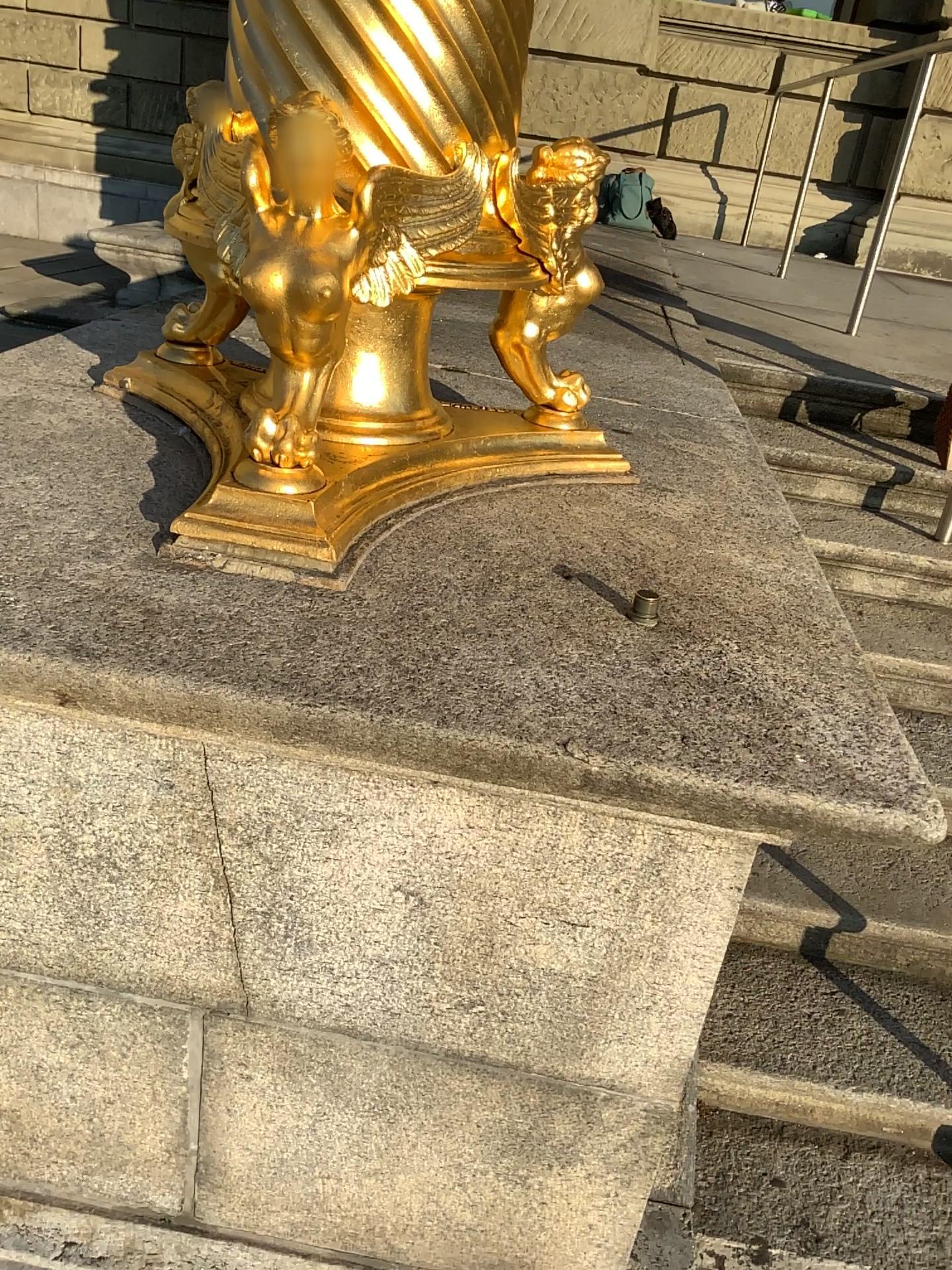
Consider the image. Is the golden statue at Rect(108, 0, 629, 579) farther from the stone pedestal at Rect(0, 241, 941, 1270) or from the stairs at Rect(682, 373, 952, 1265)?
the stairs at Rect(682, 373, 952, 1265)

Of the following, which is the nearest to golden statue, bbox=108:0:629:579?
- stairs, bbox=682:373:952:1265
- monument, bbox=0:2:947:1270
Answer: monument, bbox=0:2:947:1270

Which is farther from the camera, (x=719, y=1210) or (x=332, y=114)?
(x=719, y=1210)

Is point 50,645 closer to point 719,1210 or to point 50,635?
point 50,635

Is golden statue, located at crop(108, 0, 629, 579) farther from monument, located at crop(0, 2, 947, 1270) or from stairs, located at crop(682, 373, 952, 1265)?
stairs, located at crop(682, 373, 952, 1265)

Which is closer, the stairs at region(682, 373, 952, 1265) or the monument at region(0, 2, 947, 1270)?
the monument at region(0, 2, 947, 1270)

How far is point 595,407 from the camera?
2.2m

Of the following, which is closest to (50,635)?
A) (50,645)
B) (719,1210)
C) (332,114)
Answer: (50,645)

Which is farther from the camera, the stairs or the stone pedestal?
the stairs

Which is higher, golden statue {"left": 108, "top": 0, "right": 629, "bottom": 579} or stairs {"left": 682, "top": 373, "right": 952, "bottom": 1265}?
golden statue {"left": 108, "top": 0, "right": 629, "bottom": 579}
